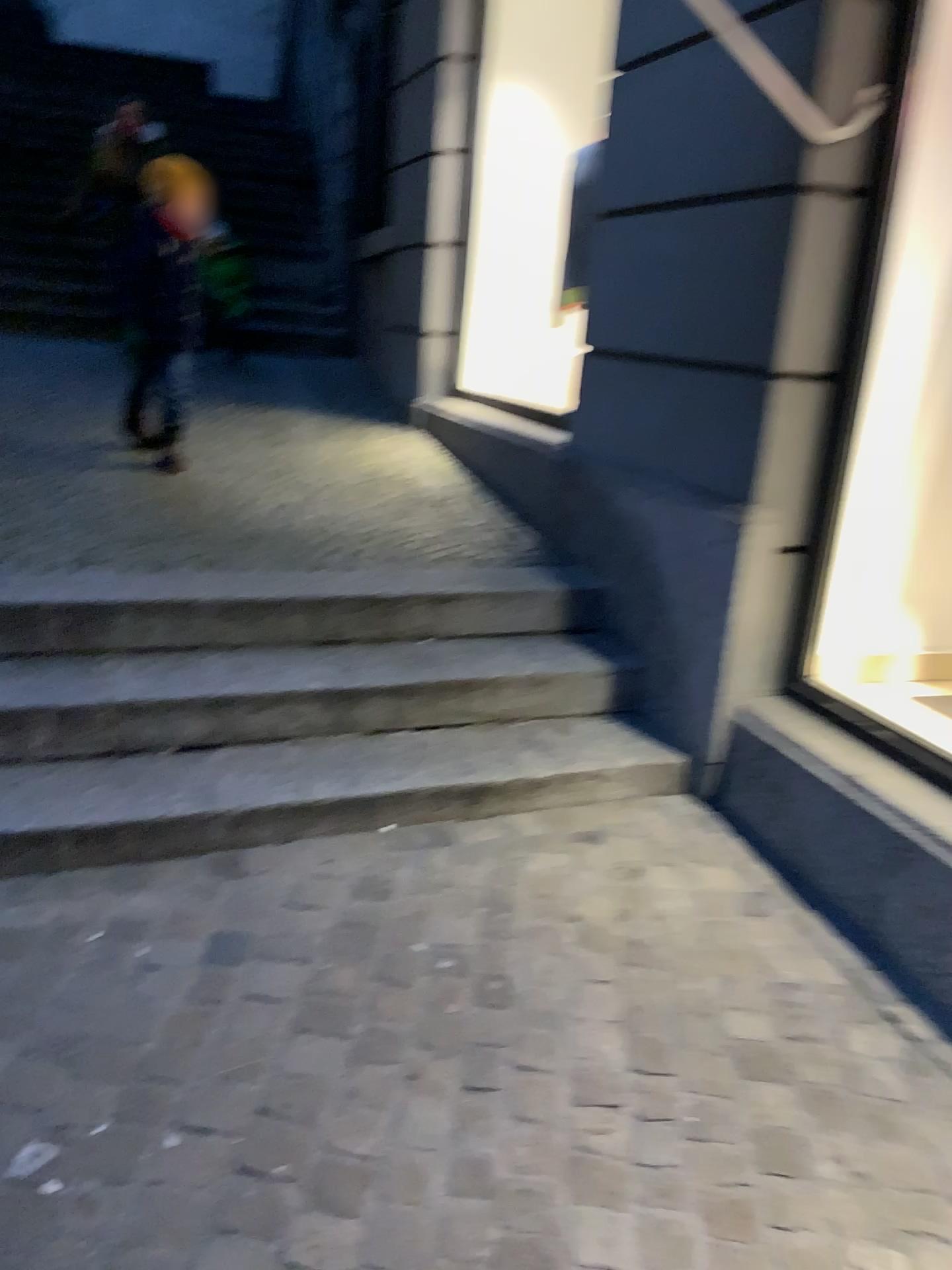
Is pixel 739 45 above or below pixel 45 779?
above

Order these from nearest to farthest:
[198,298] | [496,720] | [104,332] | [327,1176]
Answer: [327,1176], [496,720], [198,298], [104,332]

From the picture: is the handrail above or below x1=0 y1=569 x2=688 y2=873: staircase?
above
